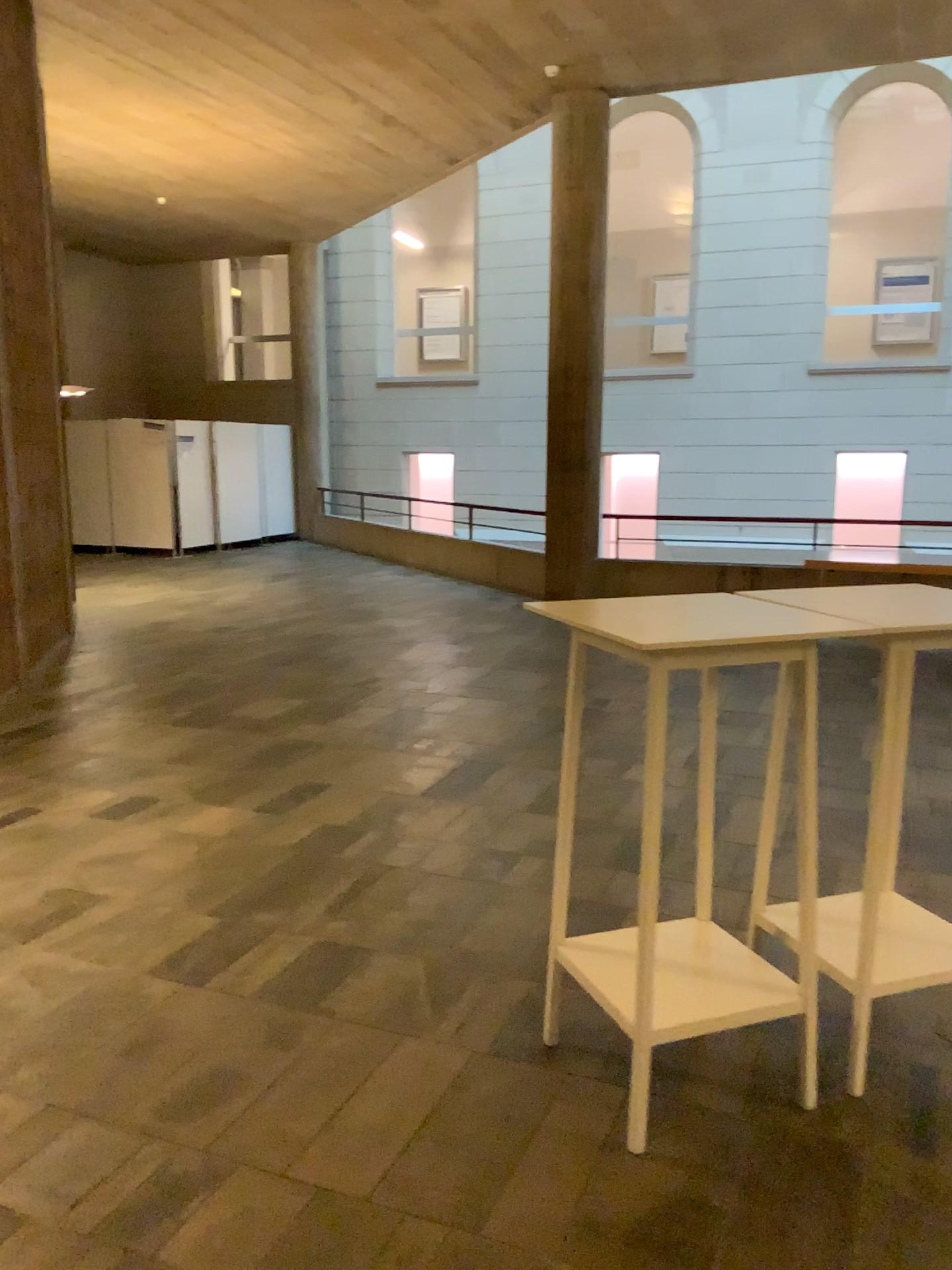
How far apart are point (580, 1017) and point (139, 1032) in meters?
1.2

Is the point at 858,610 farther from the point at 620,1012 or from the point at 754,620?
the point at 620,1012

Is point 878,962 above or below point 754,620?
below

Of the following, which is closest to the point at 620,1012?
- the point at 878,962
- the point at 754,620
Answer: the point at 878,962

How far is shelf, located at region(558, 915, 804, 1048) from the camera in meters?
2.4 m
